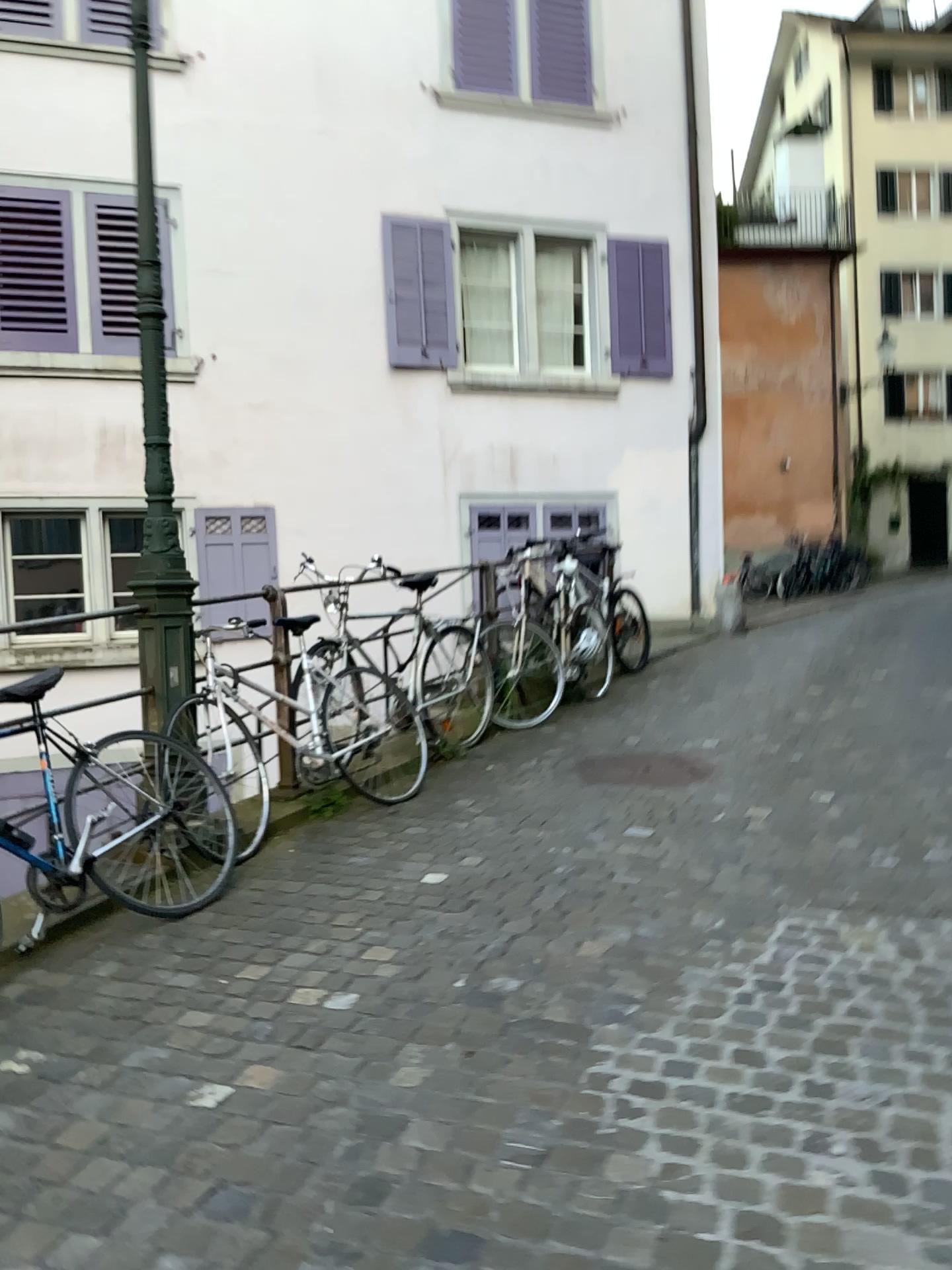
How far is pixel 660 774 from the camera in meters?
5.0 m

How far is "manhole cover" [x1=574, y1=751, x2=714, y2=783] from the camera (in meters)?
4.99

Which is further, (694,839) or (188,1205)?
(694,839)
